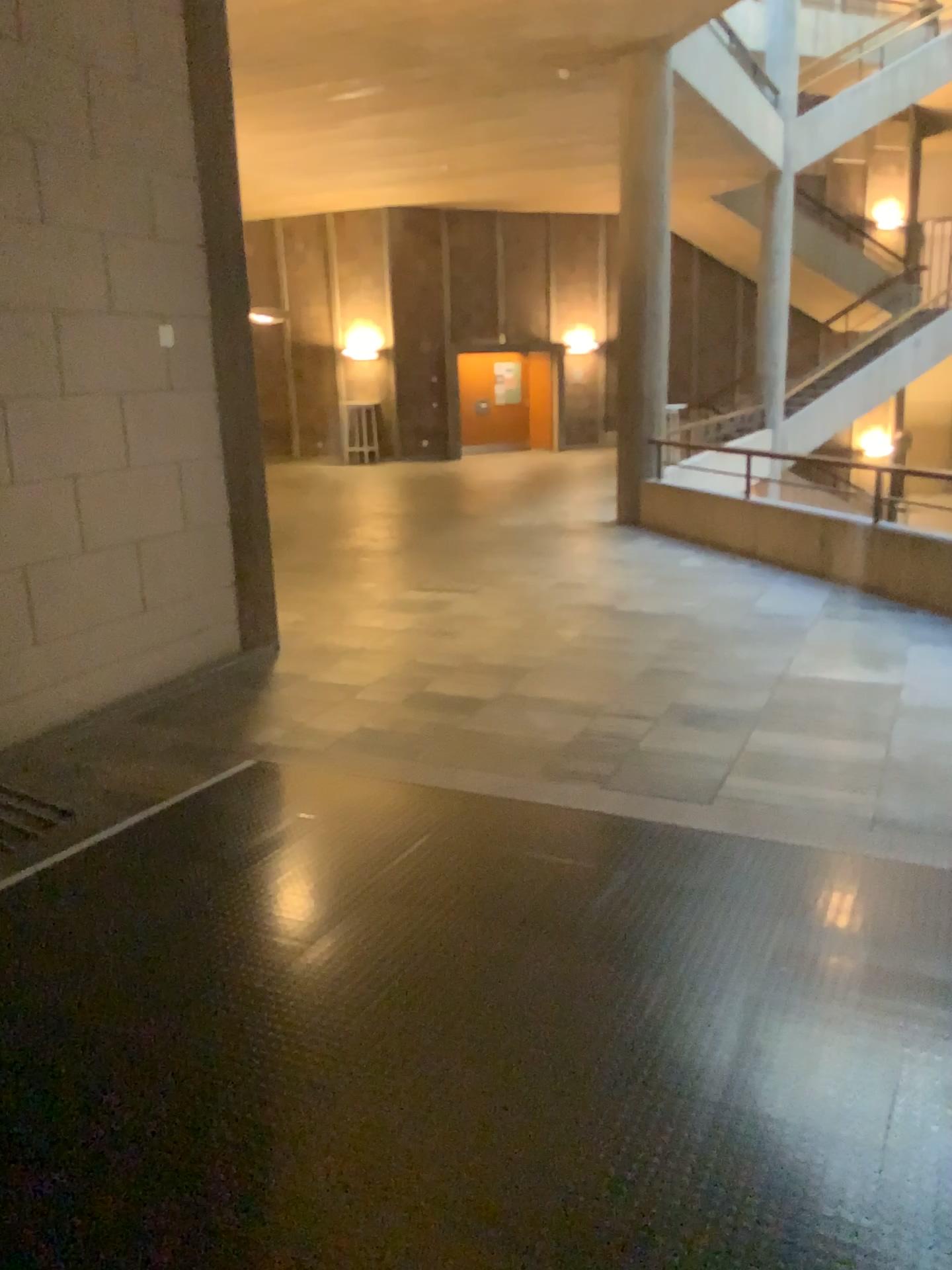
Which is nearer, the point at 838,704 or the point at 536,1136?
the point at 536,1136
